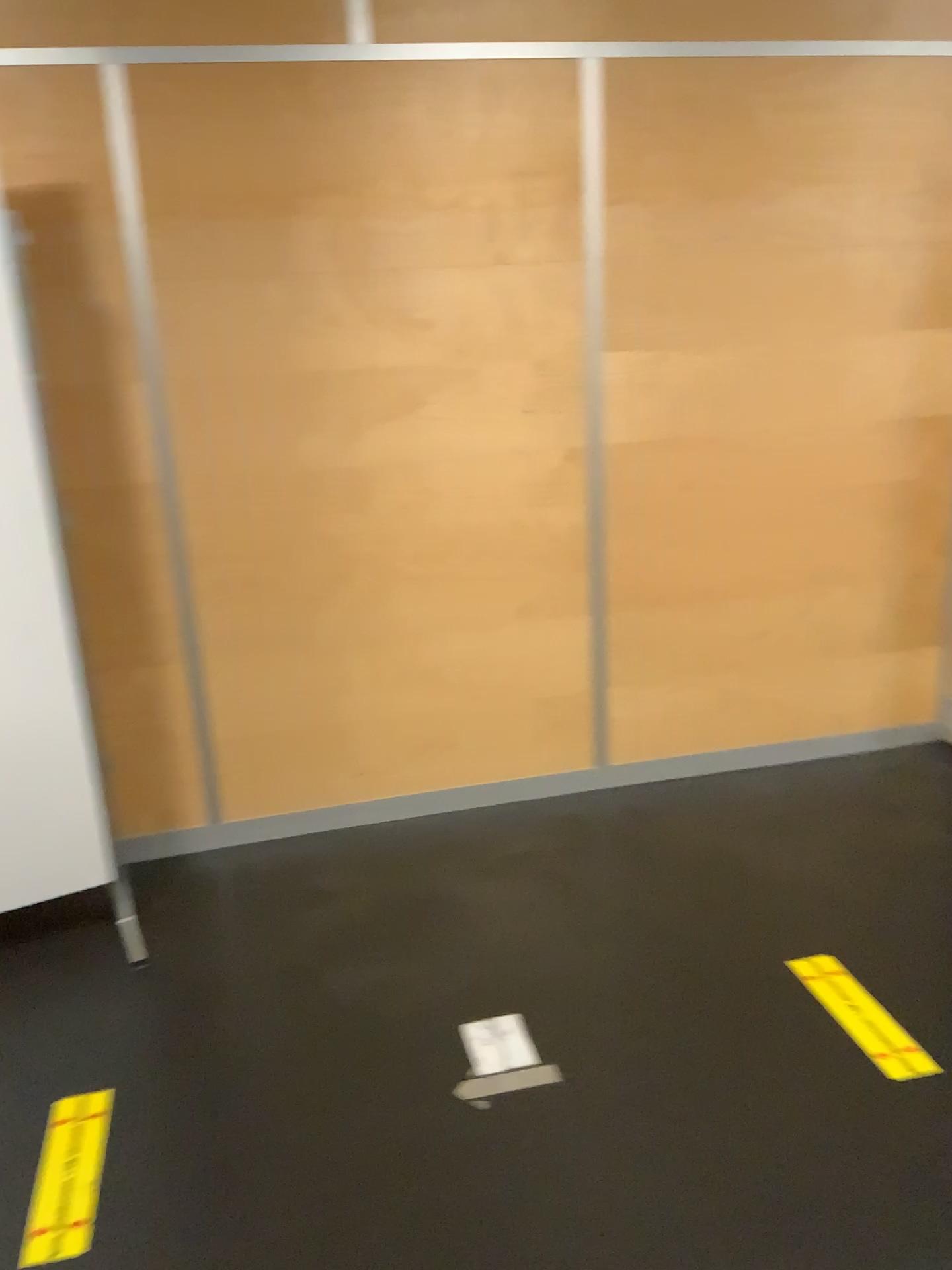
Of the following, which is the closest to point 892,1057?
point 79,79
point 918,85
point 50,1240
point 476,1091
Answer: point 476,1091

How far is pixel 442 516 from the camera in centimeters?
296cm

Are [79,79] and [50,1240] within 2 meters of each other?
no

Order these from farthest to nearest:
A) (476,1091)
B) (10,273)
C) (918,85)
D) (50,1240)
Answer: (918,85), (10,273), (476,1091), (50,1240)

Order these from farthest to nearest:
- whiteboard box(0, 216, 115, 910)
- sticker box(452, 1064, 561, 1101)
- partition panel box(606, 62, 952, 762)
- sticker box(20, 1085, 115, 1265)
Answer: partition panel box(606, 62, 952, 762)
whiteboard box(0, 216, 115, 910)
sticker box(452, 1064, 561, 1101)
sticker box(20, 1085, 115, 1265)

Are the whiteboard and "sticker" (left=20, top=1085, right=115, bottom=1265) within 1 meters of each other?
yes

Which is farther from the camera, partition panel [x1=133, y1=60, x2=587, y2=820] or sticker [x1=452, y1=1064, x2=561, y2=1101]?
partition panel [x1=133, y1=60, x2=587, y2=820]

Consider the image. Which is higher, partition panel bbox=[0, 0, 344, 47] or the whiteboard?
→ partition panel bbox=[0, 0, 344, 47]

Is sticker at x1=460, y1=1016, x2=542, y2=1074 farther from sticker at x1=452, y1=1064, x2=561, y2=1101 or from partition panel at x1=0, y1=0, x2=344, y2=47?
partition panel at x1=0, y1=0, x2=344, y2=47

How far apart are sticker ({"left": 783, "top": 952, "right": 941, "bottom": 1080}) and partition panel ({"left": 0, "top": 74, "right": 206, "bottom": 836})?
1.7m
